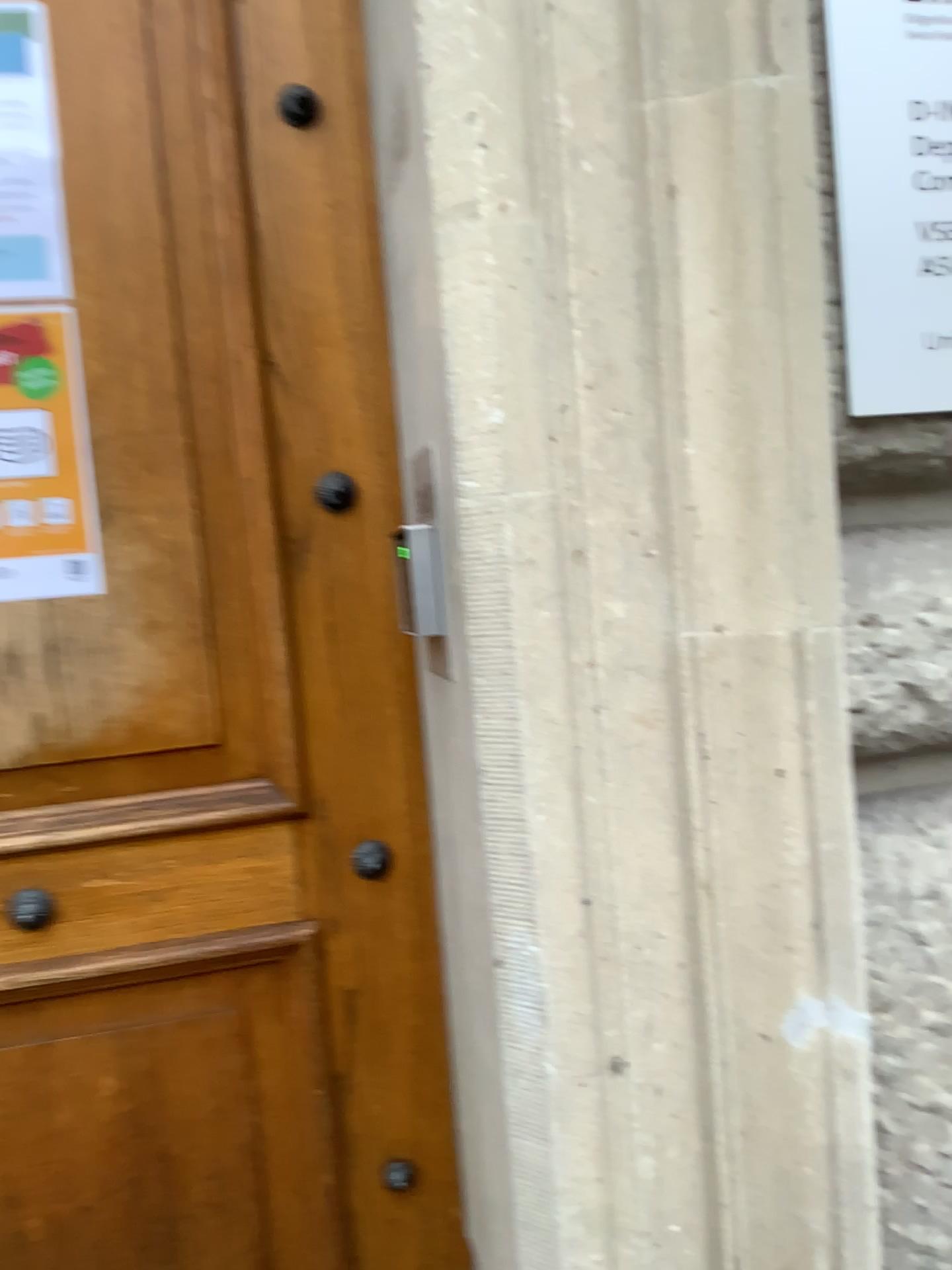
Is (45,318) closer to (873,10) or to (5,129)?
(5,129)

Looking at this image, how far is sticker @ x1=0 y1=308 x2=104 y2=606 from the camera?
1.1 meters

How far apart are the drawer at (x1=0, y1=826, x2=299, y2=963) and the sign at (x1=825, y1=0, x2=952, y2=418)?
0.7m

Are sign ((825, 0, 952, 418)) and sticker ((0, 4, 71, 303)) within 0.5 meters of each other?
no

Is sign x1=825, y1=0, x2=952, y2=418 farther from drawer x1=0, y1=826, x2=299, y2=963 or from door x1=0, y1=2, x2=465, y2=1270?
drawer x1=0, y1=826, x2=299, y2=963

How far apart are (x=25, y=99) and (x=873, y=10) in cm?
81

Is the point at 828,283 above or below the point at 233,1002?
above

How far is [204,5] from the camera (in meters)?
1.09

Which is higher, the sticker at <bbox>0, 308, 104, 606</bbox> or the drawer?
the sticker at <bbox>0, 308, 104, 606</bbox>

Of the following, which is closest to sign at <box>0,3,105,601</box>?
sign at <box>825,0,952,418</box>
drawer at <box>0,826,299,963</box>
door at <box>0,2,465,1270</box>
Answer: door at <box>0,2,465,1270</box>
